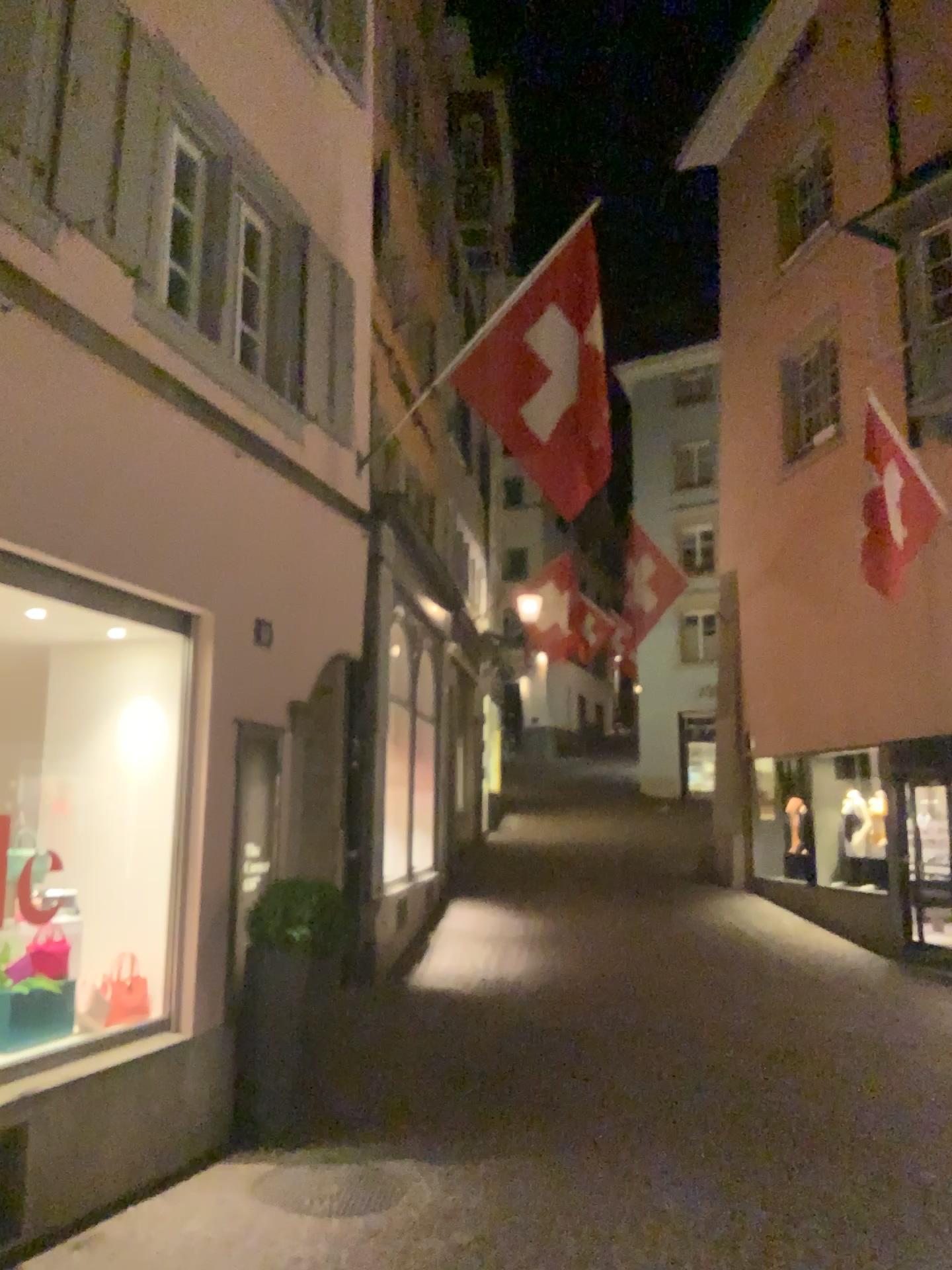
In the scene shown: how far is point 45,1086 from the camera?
4.3m
